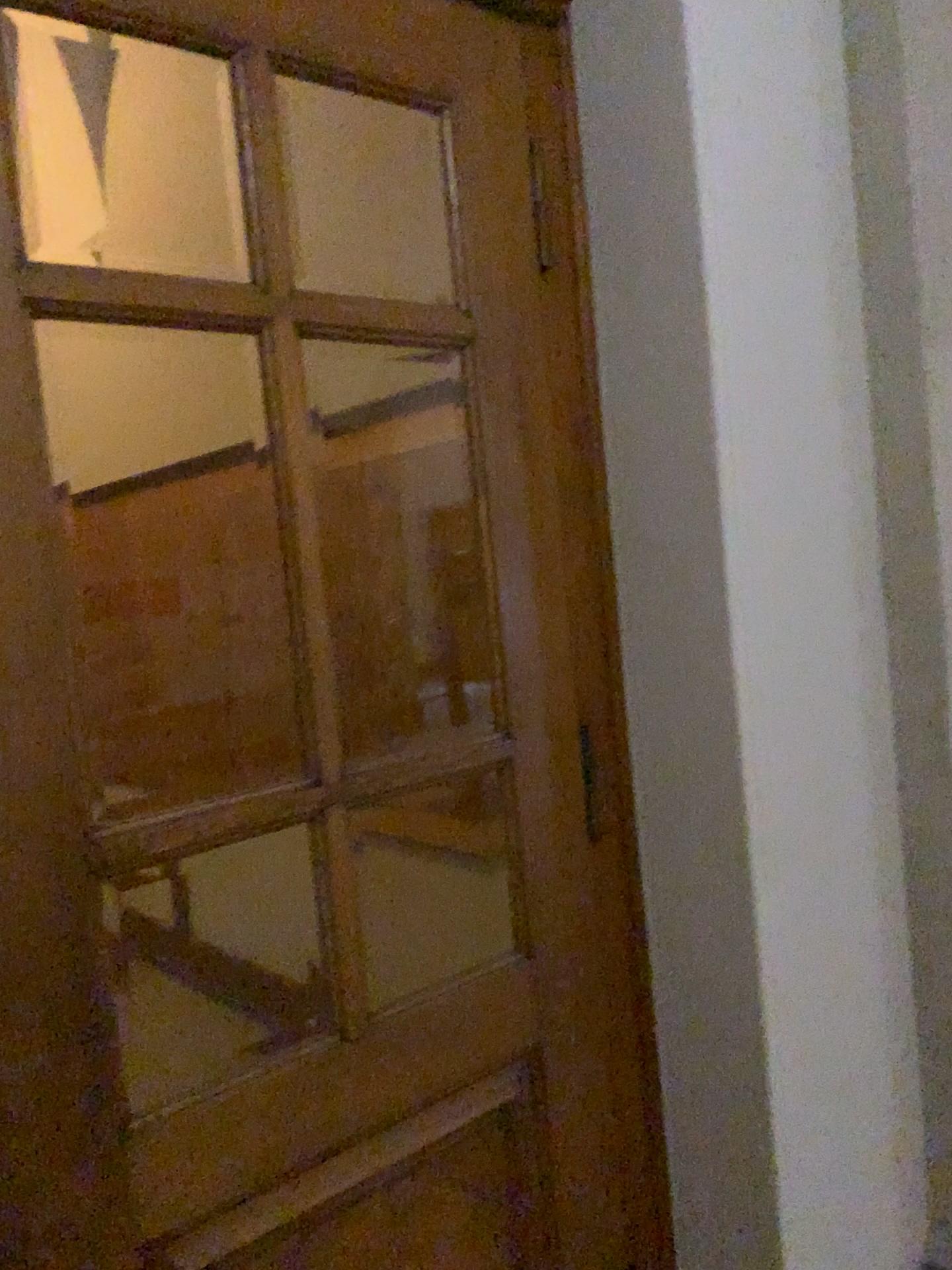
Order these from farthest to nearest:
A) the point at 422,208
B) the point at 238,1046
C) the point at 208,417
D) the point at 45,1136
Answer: the point at 208,417 < the point at 238,1046 < the point at 422,208 < the point at 45,1136
